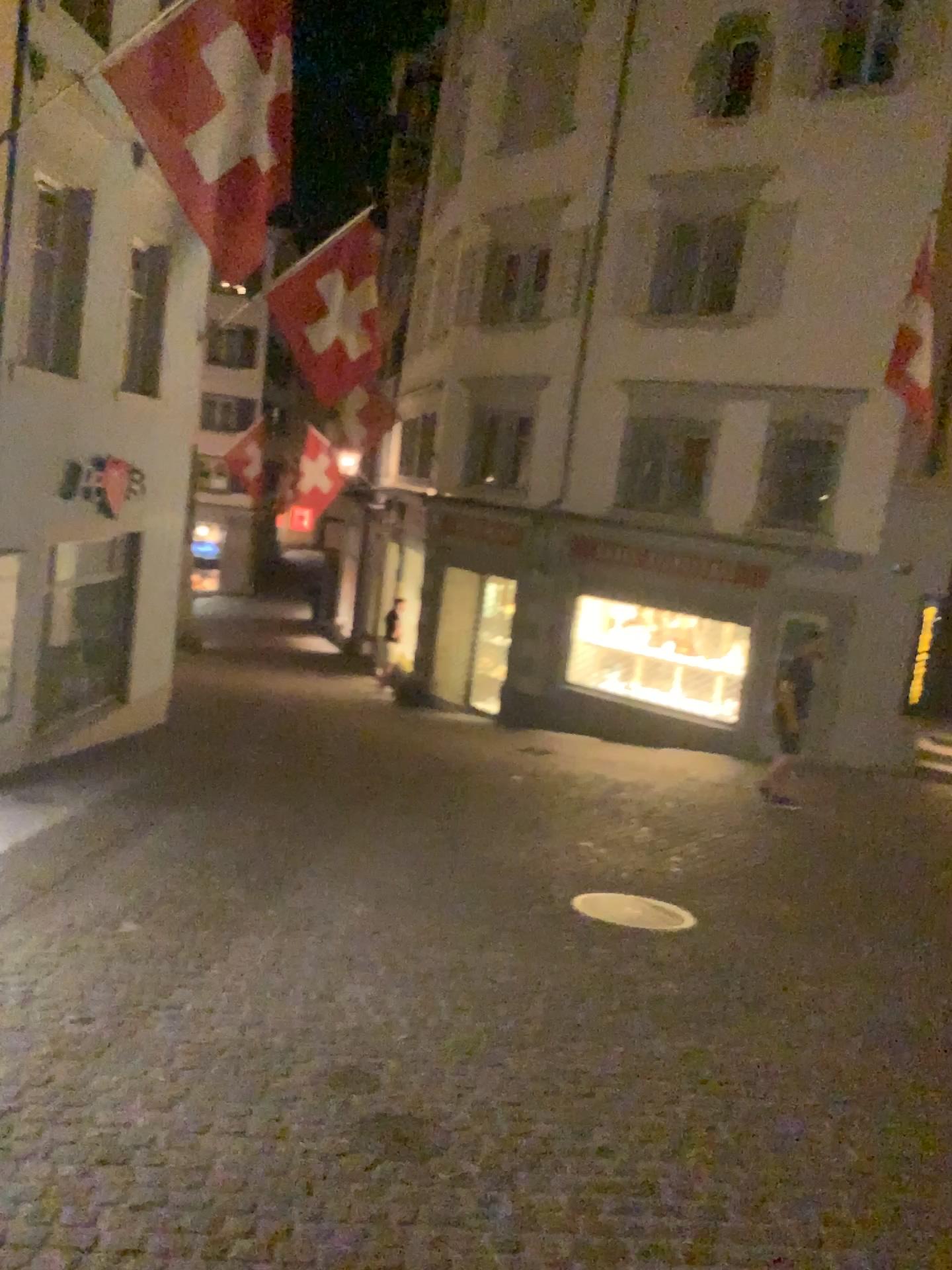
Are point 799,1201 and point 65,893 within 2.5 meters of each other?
no
